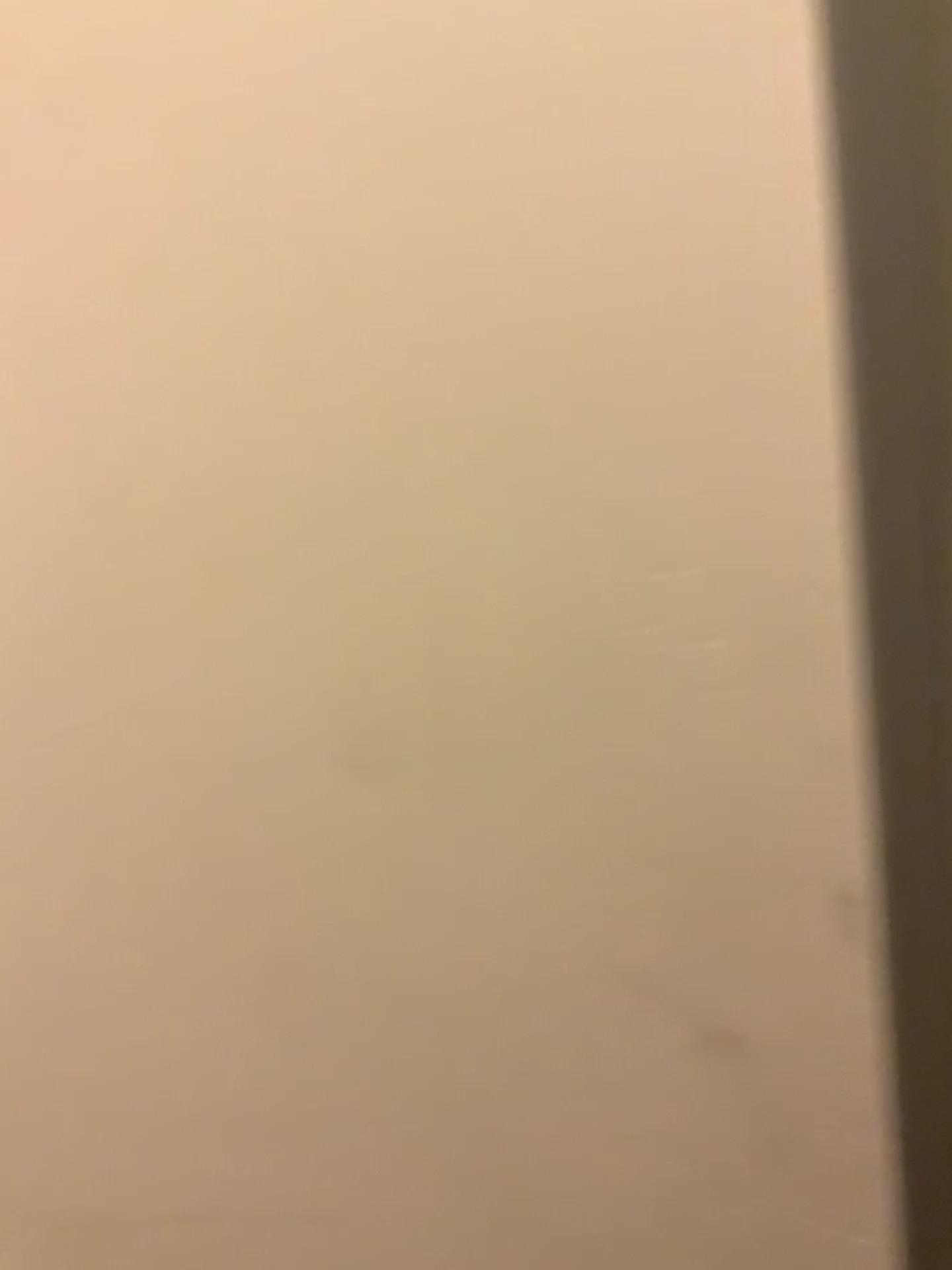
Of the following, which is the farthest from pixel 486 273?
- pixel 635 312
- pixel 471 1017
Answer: pixel 471 1017
